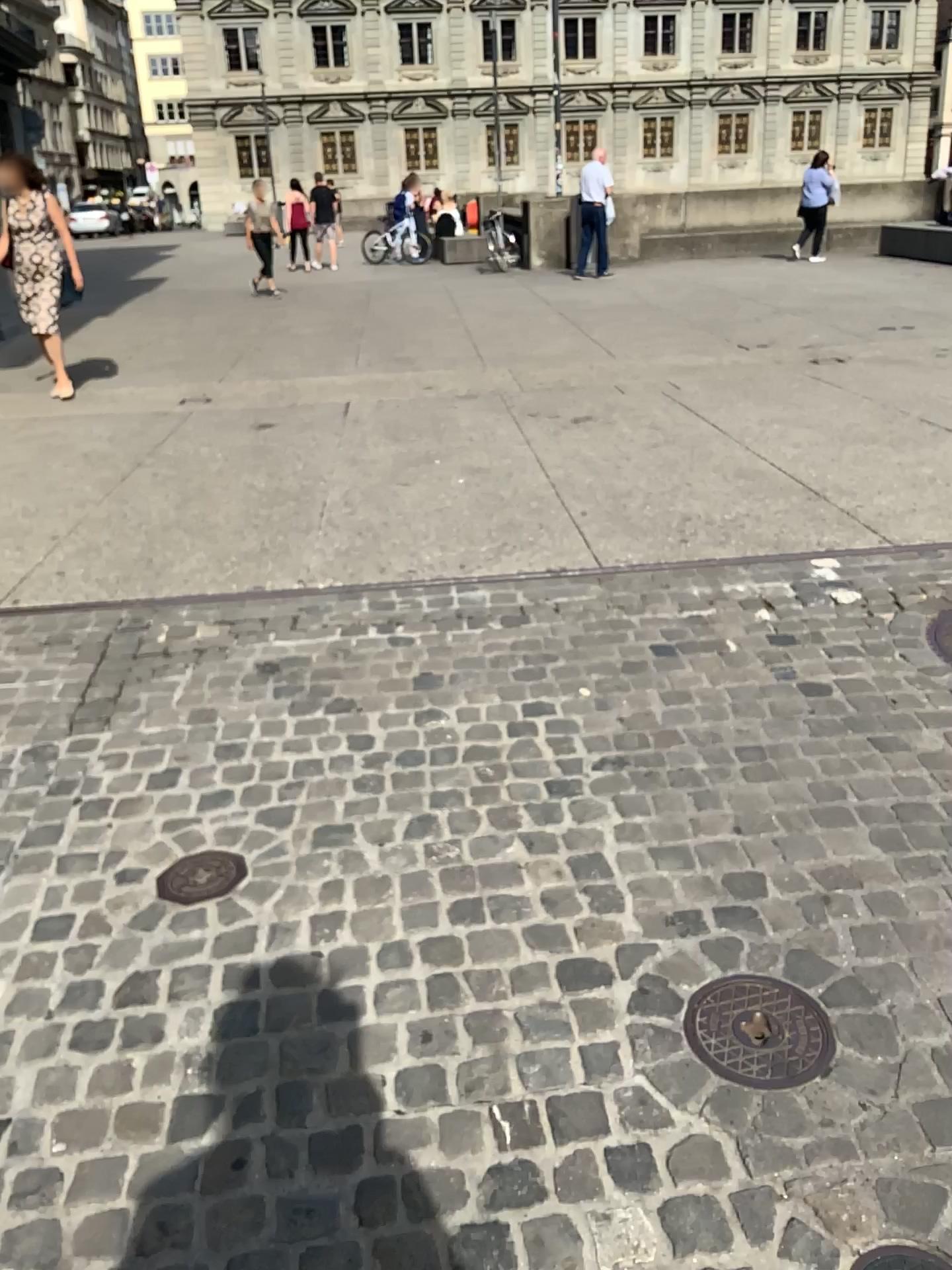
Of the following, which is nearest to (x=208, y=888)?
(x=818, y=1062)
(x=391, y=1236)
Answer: (x=391, y=1236)

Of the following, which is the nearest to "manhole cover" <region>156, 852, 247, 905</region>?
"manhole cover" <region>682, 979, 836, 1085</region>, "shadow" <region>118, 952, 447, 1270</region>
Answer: "shadow" <region>118, 952, 447, 1270</region>

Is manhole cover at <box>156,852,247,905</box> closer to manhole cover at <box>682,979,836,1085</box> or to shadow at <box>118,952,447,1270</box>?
shadow at <box>118,952,447,1270</box>

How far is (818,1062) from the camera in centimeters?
183cm

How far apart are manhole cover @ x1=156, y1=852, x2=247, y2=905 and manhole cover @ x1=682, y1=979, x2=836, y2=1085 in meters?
1.0

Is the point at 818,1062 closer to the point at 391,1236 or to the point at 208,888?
the point at 391,1236

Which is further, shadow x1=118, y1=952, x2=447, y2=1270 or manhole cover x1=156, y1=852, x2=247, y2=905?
manhole cover x1=156, y1=852, x2=247, y2=905

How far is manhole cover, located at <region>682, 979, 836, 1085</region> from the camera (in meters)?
1.82

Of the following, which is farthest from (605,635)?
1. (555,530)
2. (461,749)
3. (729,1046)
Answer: (729,1046)
